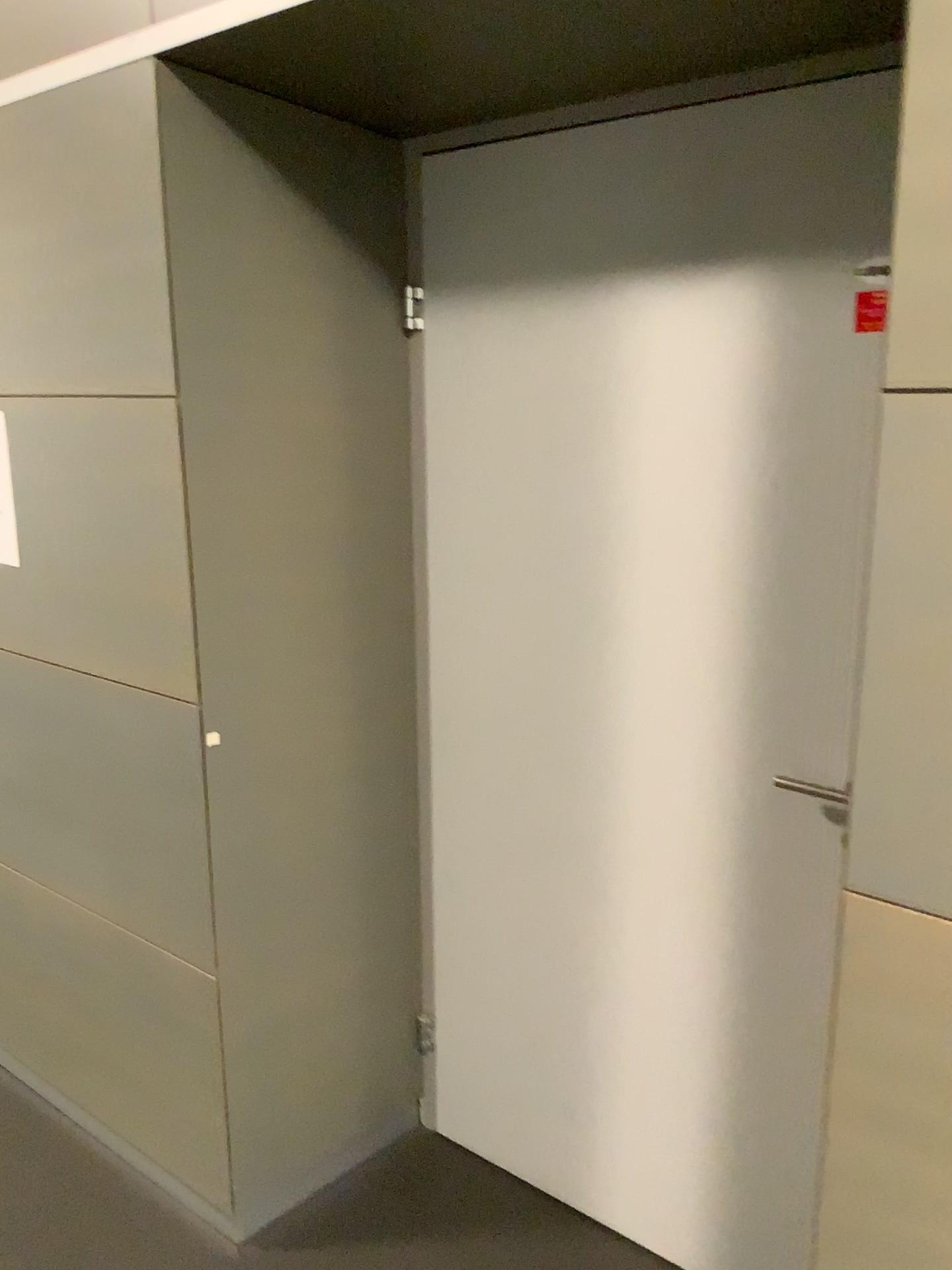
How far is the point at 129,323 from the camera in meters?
1.7

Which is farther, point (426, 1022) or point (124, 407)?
point (426, 1022)

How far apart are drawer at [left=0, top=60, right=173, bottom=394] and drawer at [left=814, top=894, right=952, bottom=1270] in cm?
126

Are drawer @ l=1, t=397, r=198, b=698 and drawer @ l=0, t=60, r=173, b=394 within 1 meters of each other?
yes

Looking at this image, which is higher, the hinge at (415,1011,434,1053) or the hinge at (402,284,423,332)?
the hinge at (402,284,423,332)

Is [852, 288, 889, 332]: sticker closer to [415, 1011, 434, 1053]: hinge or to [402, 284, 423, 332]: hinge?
[402, 284, 423, 332]: hinge

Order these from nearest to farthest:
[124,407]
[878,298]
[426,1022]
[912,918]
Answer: [912,918] < [878,298] < [124,407] < [426,1022]

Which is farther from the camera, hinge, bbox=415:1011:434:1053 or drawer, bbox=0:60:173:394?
hinge, bbox=415:1011:434:1053

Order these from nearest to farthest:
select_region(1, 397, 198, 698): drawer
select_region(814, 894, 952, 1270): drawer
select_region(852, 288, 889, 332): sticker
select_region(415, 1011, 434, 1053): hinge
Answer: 1. select_region(814, 894, 952, 1270): drawer
2. select_region(852, 288, 889, 332): sticker
3. select_region(1, 397, 198, 698): drawer
4. select_region(415, 1011, 434, 1053): hinge

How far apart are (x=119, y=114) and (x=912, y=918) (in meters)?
1.60
